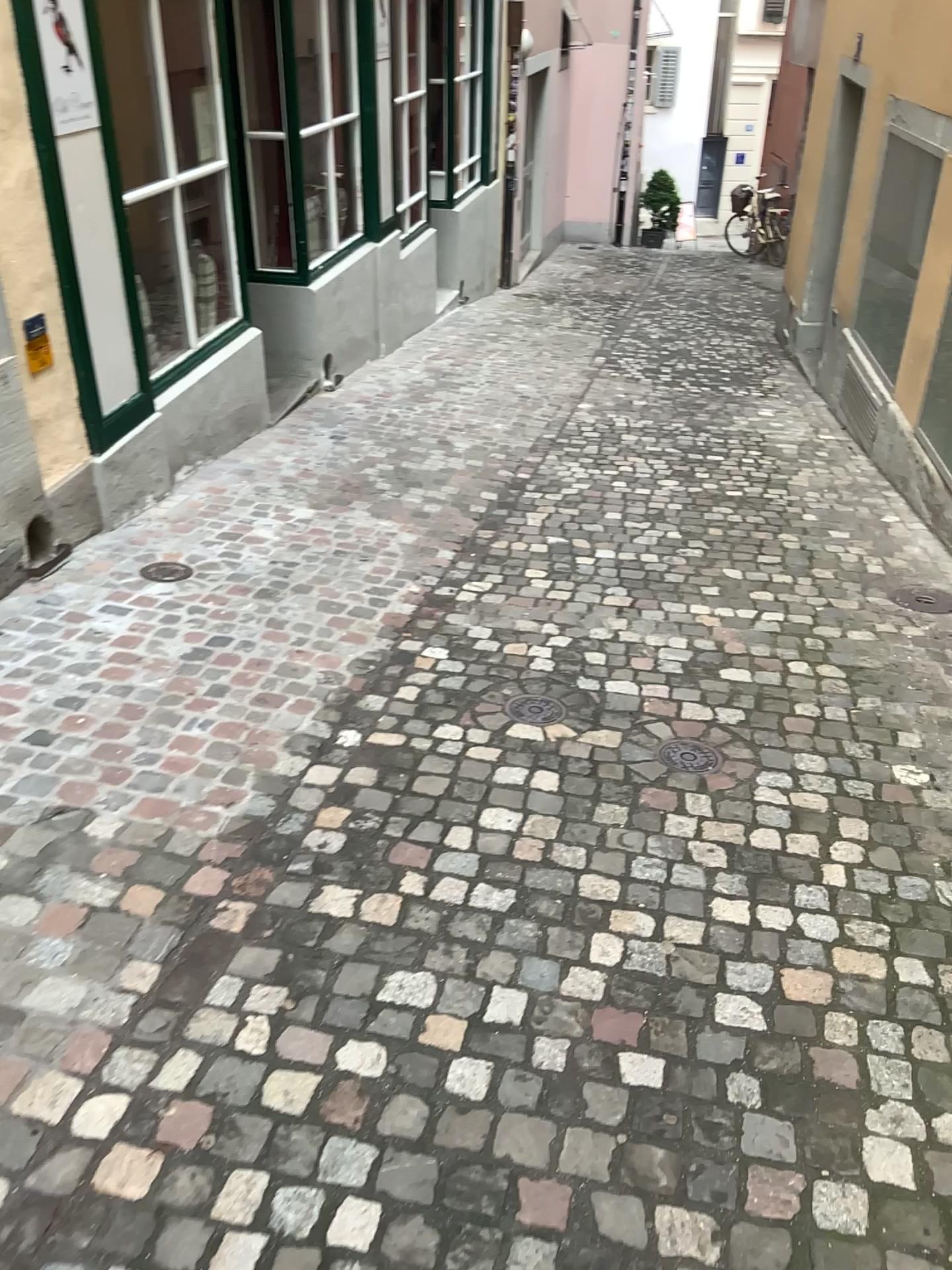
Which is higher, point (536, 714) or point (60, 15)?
point (60, 15)

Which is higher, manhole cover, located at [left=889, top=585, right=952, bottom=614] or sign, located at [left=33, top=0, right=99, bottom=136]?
sign, located at [left=33, top=0, right=99, bottom=136]

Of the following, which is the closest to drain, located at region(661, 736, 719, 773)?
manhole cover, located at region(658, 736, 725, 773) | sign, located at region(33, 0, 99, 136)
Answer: manhole cover, located at region(658, 736, 725, 773)

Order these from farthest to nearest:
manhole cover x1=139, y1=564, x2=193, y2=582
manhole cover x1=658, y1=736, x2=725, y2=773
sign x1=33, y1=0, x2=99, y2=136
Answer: manhole cover x1=139, y1=564, x2=193, y2=582 < sign x1=33, y1=0, x2=99, y2=136 < manhole cover x1=658, y1=736, x2=725, y2=773

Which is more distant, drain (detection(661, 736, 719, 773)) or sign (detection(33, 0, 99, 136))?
sign (detection(33, 0, 99, 136))

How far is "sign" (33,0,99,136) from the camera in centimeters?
349cm

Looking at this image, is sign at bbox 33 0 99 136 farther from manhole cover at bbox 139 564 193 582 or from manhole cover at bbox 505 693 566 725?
manhole cover at bbox 505 693 566 725

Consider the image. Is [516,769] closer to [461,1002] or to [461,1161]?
[461,1002]

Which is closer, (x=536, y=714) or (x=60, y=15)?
(x=536, y=714)

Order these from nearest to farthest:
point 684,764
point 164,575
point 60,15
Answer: point 684,764, point 60,15, point 164,575
